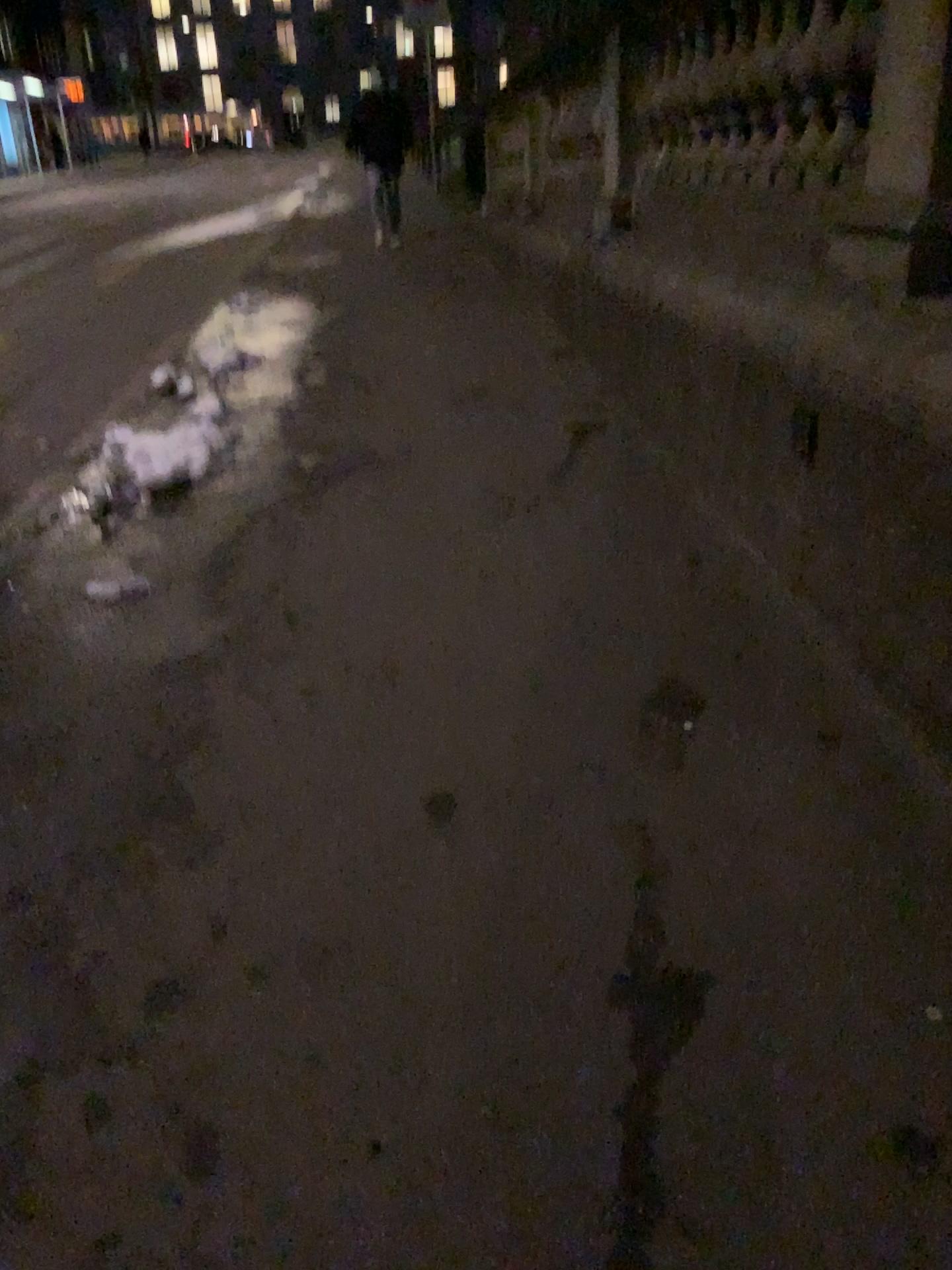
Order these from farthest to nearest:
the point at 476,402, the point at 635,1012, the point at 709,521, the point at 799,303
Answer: the point at 476,402
the point at 709,521
the point at 799,303
the point at 635,1012
